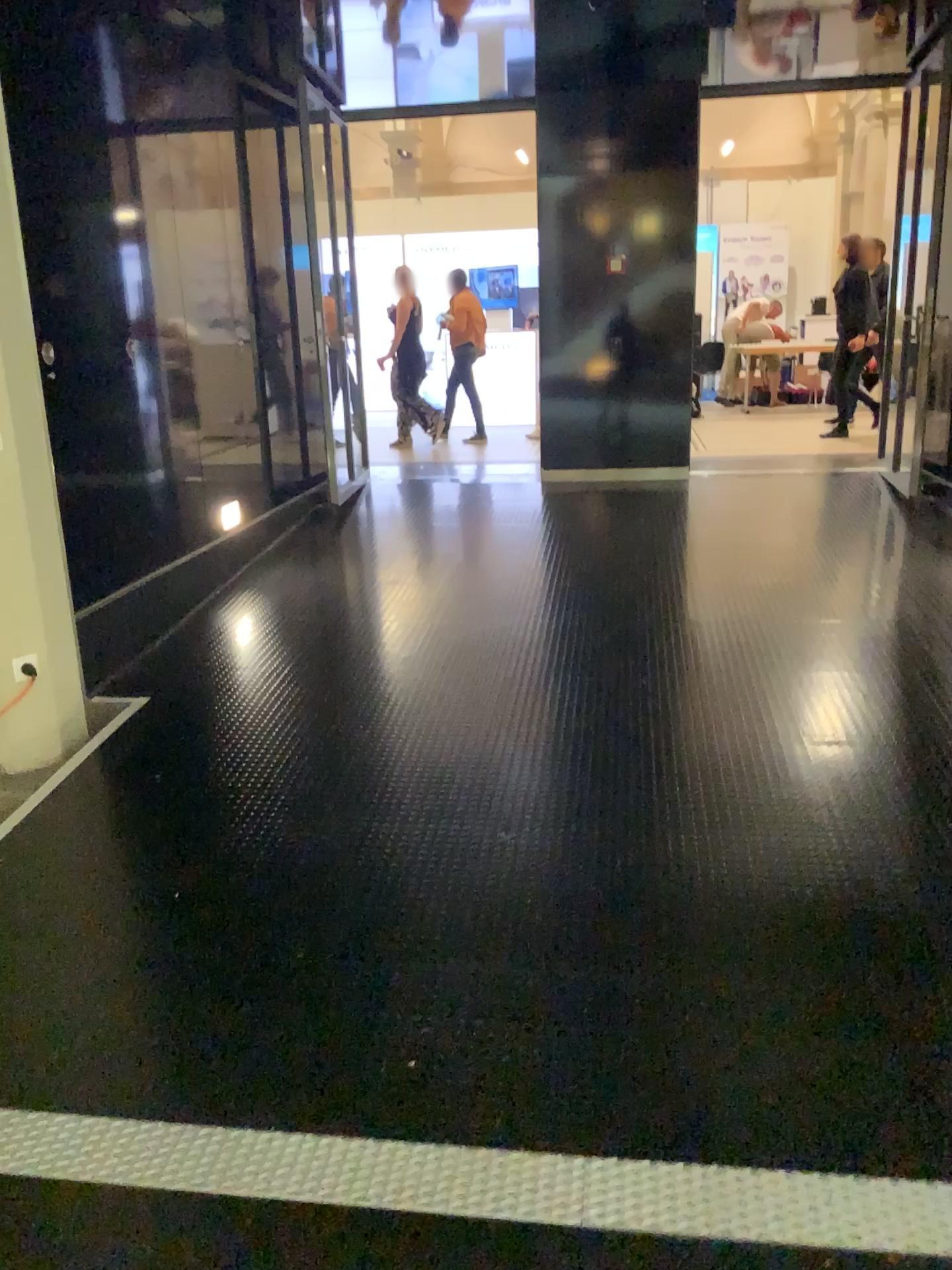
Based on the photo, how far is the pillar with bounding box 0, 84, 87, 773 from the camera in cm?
363

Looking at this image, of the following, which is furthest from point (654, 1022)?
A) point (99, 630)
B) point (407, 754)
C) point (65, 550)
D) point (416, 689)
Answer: point (65, 550)

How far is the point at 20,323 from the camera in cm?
363
